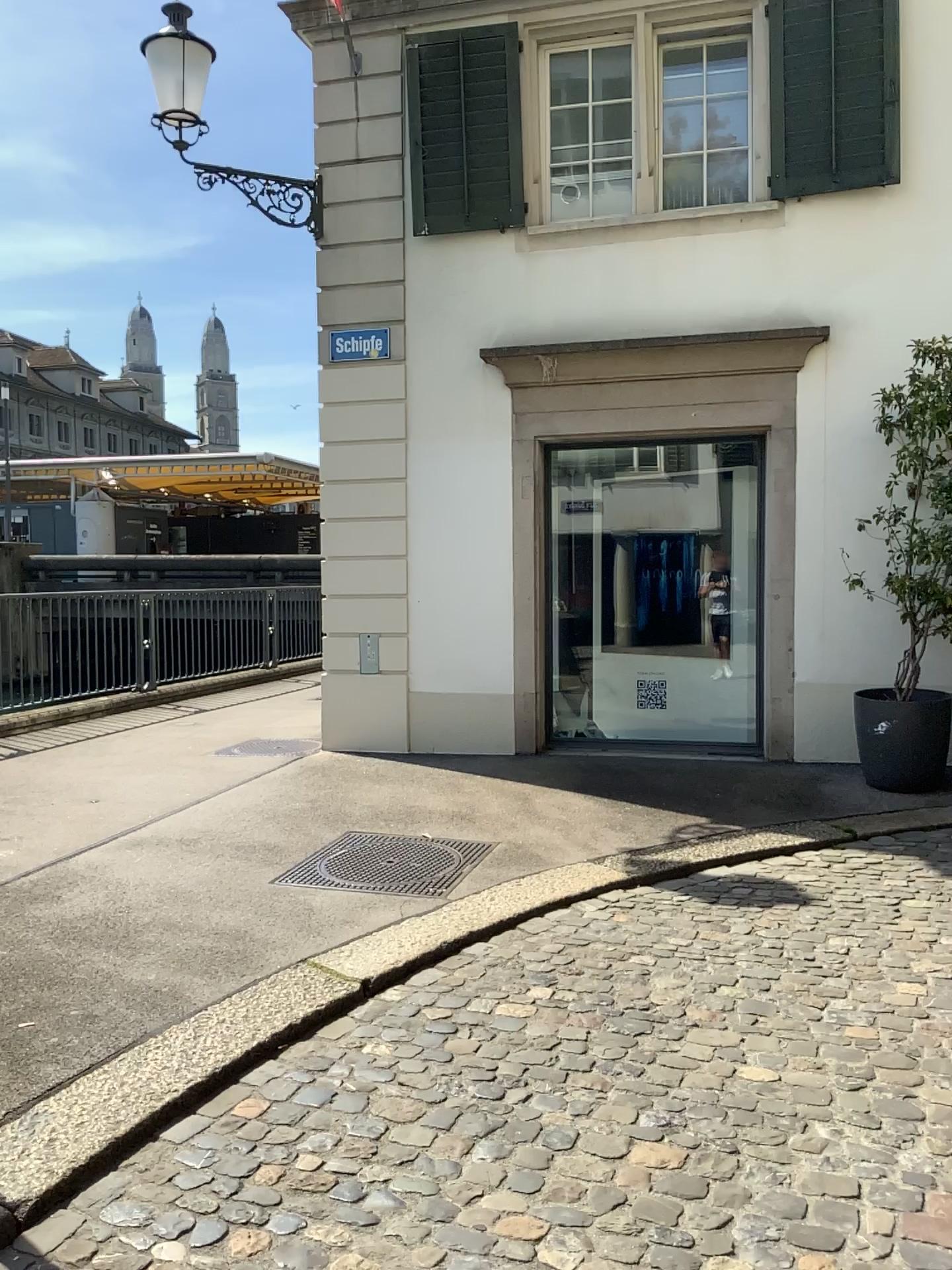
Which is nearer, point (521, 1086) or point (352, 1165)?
point (352, 1165)
